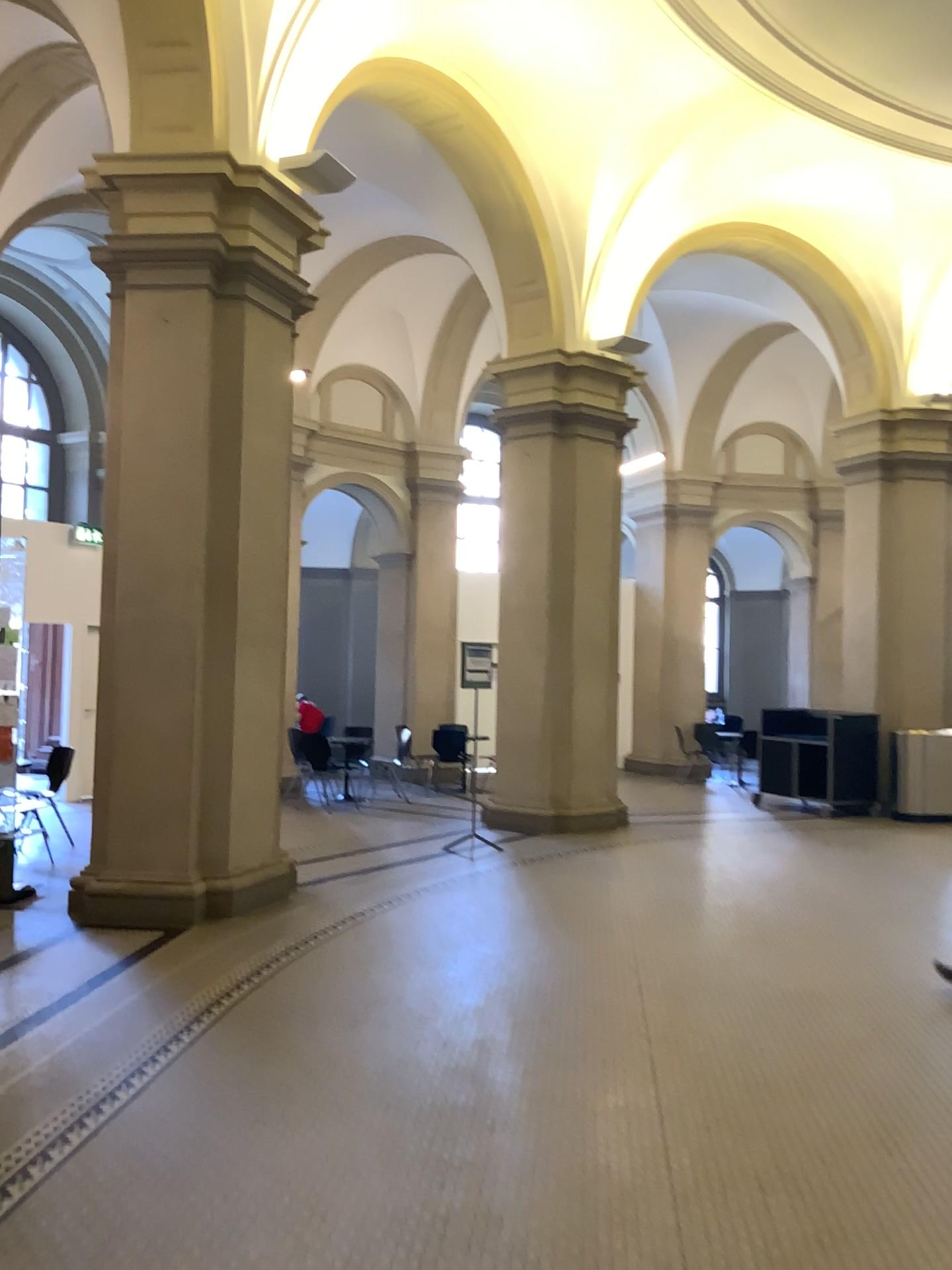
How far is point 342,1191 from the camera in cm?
322
